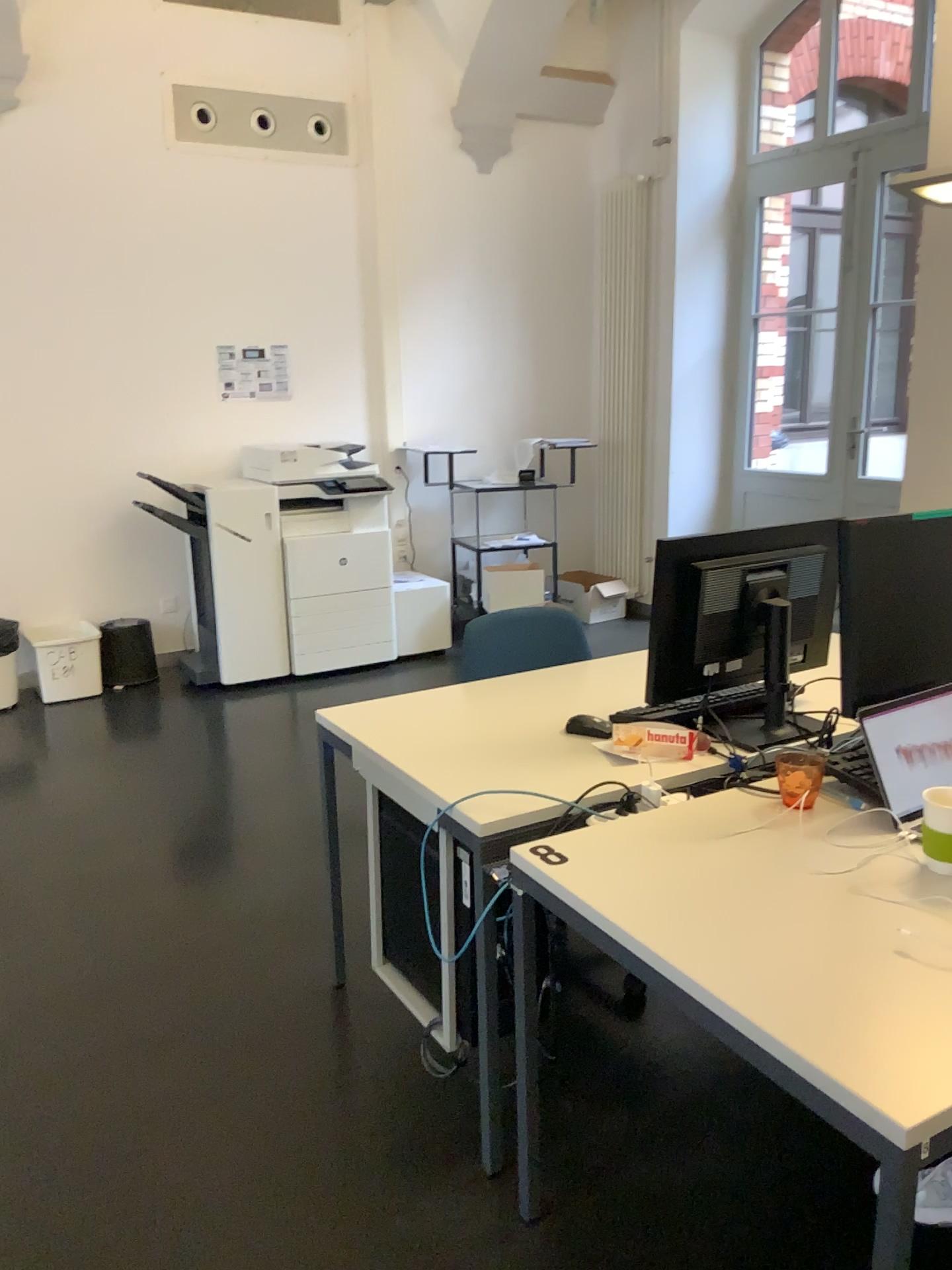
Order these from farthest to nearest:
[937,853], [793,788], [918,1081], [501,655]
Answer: [501,655], [793,788], [937,853], [918,1081]

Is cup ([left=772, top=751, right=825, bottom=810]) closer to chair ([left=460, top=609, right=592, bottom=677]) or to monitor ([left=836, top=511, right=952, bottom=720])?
monitor ([left=836, top=511, right=952, bottom=720])

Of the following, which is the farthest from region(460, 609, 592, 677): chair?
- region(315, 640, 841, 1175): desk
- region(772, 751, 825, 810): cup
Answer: region(772, 751, 825, 810): cup

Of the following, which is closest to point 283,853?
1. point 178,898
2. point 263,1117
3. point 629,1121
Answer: point 178,898

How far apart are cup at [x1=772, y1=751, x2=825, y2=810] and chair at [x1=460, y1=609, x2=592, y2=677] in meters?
0.9

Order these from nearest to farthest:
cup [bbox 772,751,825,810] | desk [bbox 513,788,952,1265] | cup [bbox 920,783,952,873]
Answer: desk [bbox 513,788,952,1265]
cup [bbox 920,783,952,873]
cup [bbox 772,751,825,810]

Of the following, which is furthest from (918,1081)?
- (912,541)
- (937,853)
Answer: (912,541)

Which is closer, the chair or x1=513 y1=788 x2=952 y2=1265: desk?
x1=513 y1=788 x2=952 y2=1265: desk

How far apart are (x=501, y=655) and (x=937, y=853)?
1.5m

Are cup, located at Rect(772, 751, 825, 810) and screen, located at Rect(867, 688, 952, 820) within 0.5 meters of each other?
yes
